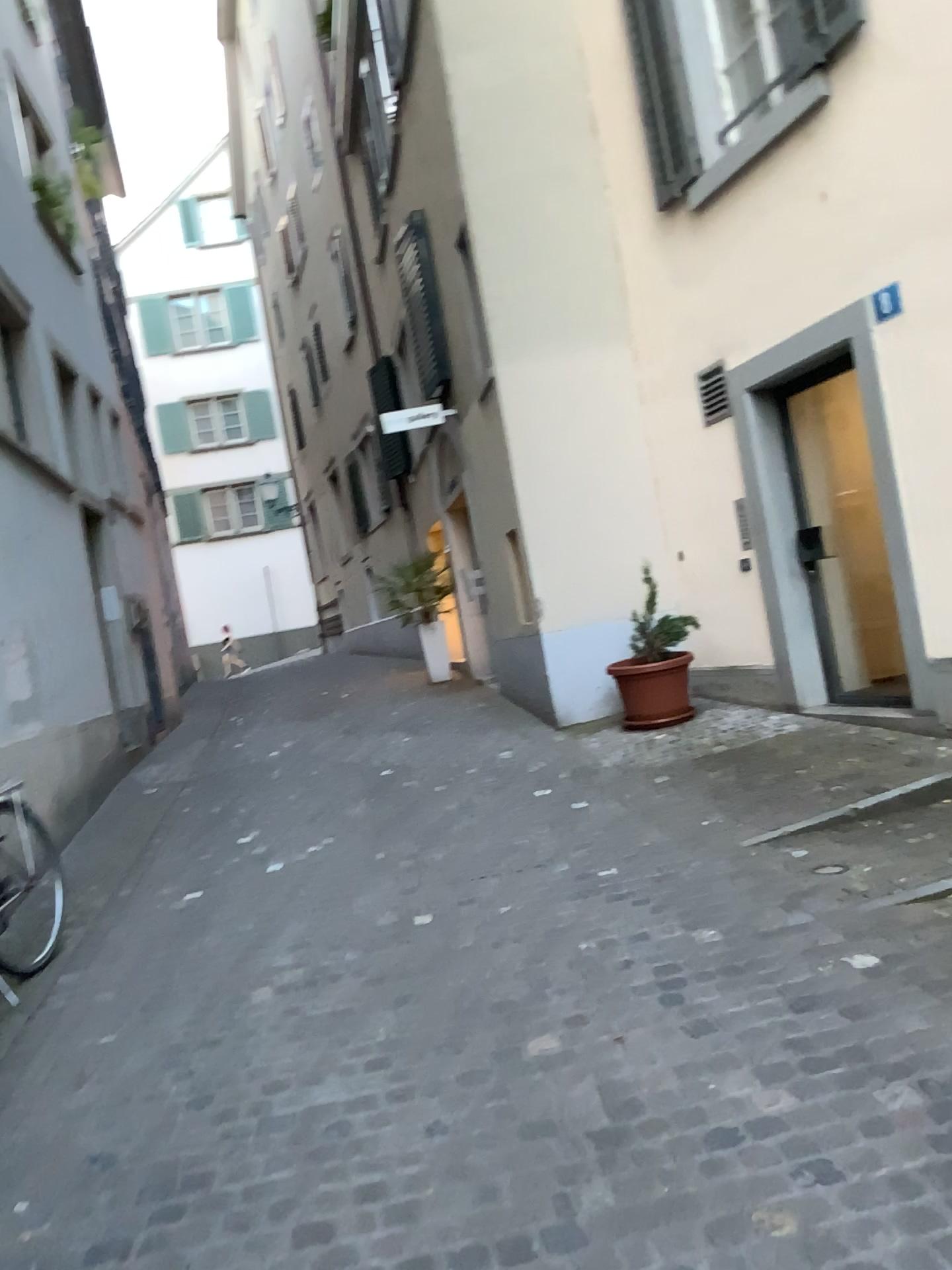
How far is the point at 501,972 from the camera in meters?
3.5 m
